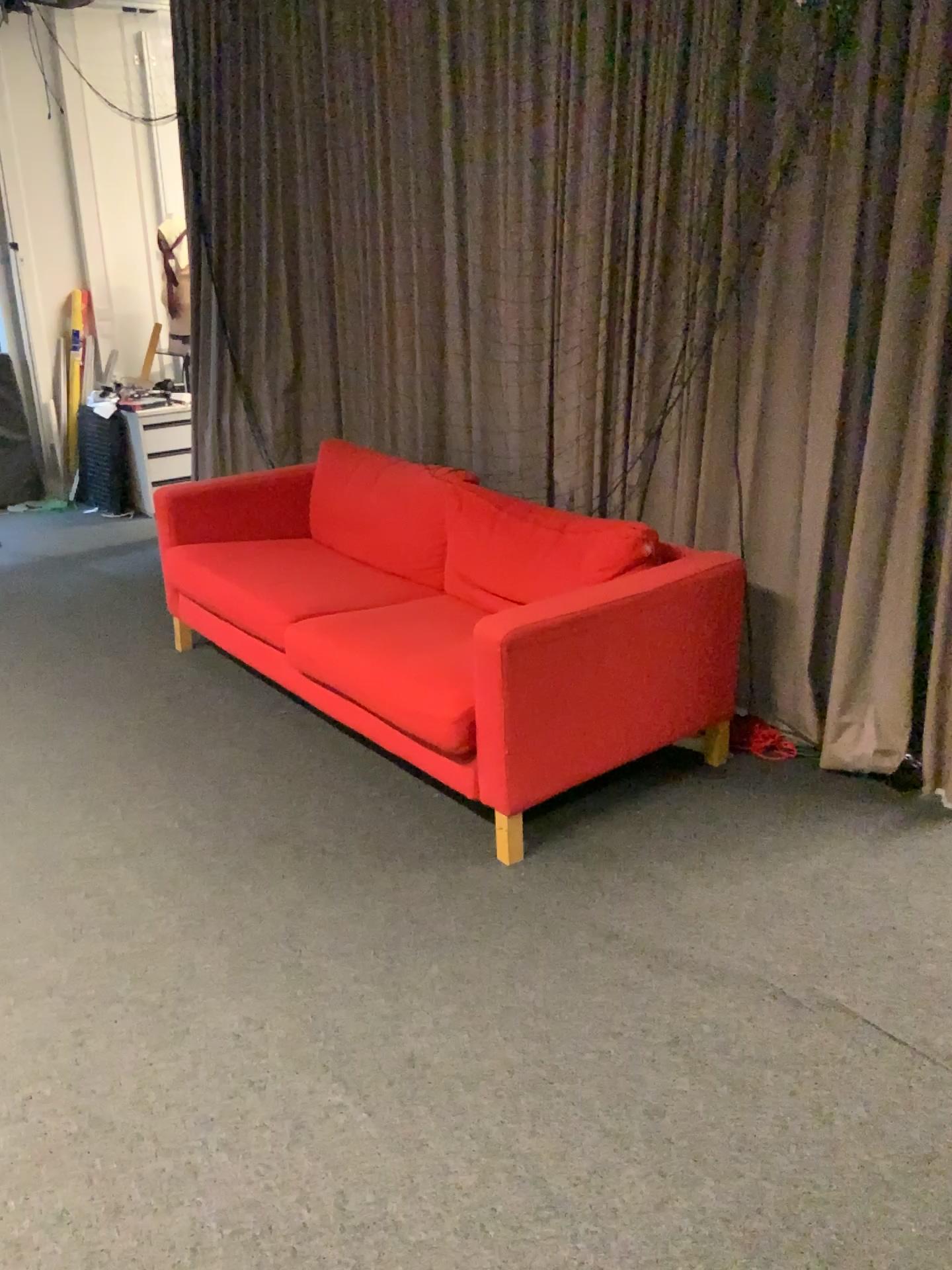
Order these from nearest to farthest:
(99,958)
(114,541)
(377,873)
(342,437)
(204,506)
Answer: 1. (99,958)
2. (377,873)
3. (204,506)
4. (342,437)
5. (114,541)

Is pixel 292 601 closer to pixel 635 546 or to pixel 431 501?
pixel 431 501

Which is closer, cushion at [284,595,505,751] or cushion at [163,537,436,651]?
cushion at [284,595,505,751]

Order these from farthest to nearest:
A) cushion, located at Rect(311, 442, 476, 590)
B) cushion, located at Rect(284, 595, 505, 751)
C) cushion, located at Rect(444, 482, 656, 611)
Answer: cushion, located at Rect(311, 442, 476, 590) → cushion, located at Rect(444, 482, 656, 611) → cushion, located at Rect(284, 595, 505, 751)

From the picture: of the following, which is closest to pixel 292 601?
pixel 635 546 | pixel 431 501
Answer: pixel 431 501

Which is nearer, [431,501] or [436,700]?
[436,700]

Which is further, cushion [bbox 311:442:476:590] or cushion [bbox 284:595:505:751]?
cushion [bbox 311:442:476:590]

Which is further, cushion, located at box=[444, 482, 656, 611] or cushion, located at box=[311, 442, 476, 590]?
cushion, located at box=[311, 442, 476, 590]

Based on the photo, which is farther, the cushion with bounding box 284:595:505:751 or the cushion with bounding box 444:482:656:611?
the cushion with bounding box 444:482:656:611
